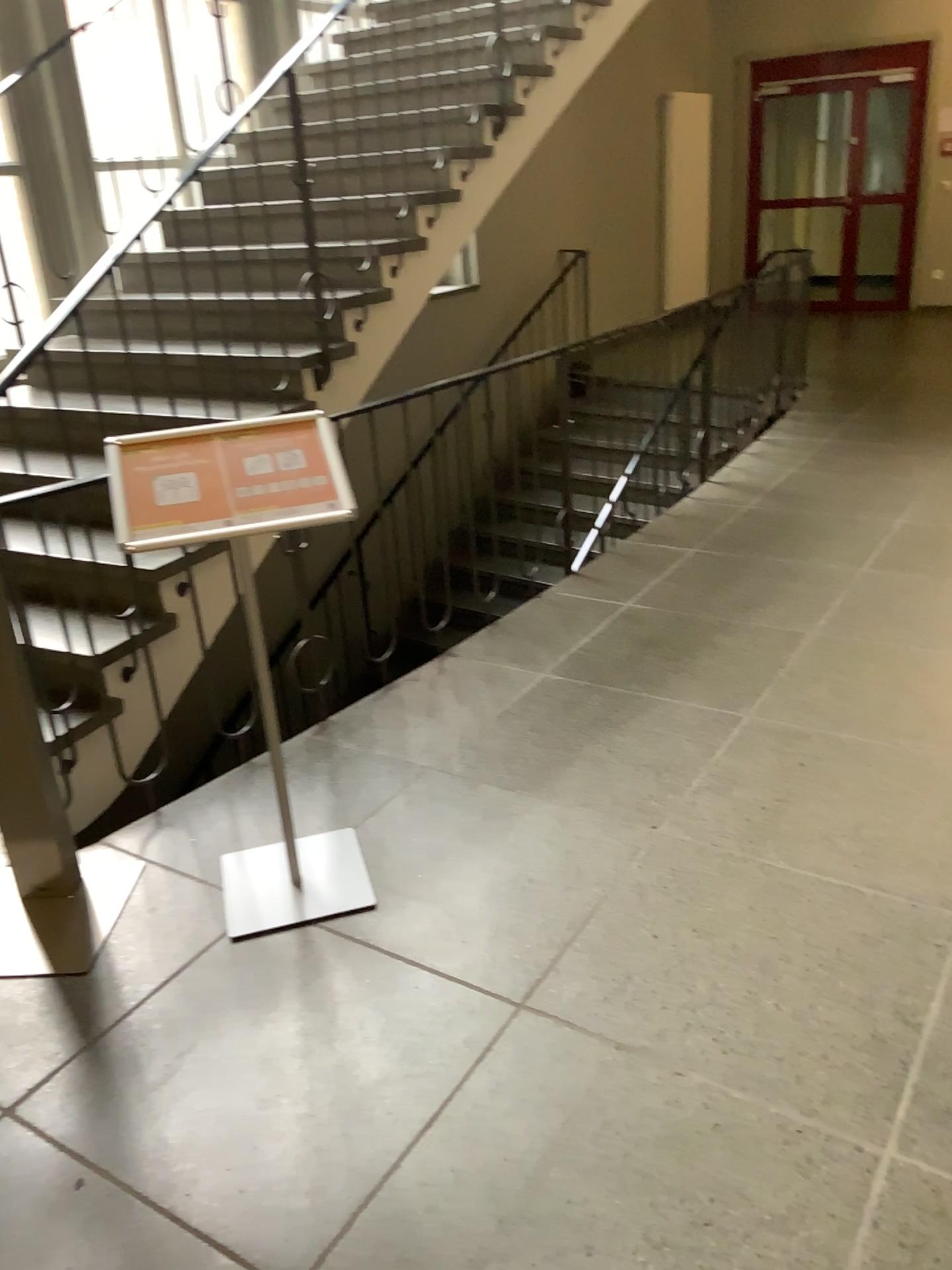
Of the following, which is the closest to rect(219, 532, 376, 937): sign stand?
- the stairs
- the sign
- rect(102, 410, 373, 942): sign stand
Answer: rect(102, 410, 373, 942): sign stand

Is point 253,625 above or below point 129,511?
below

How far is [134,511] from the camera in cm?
202

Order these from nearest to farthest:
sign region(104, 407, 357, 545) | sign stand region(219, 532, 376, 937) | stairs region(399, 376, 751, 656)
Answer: sign region(104, 407, 357, 545), sign stand region(219, 532, 376, 937), stairs region(399, 376, 751, 656)

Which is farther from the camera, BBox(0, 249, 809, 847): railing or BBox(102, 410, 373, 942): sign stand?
BBox(0, 249, 809, 847): railing

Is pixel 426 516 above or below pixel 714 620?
above

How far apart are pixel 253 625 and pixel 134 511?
0.43m

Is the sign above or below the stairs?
above

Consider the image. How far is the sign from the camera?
2.02m

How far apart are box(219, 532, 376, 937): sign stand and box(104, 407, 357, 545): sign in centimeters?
35cm
